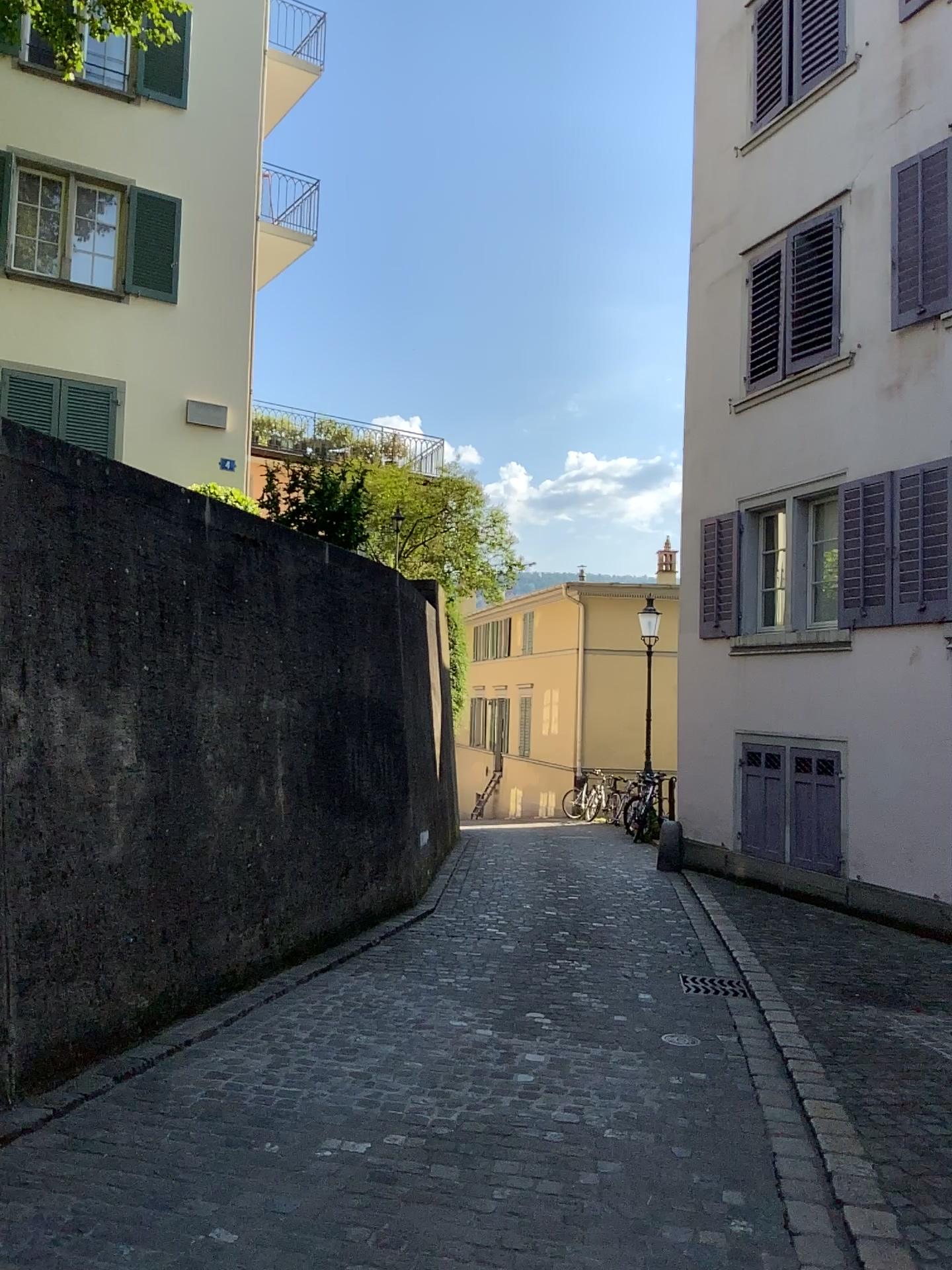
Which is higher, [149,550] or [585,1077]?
[149,550]
